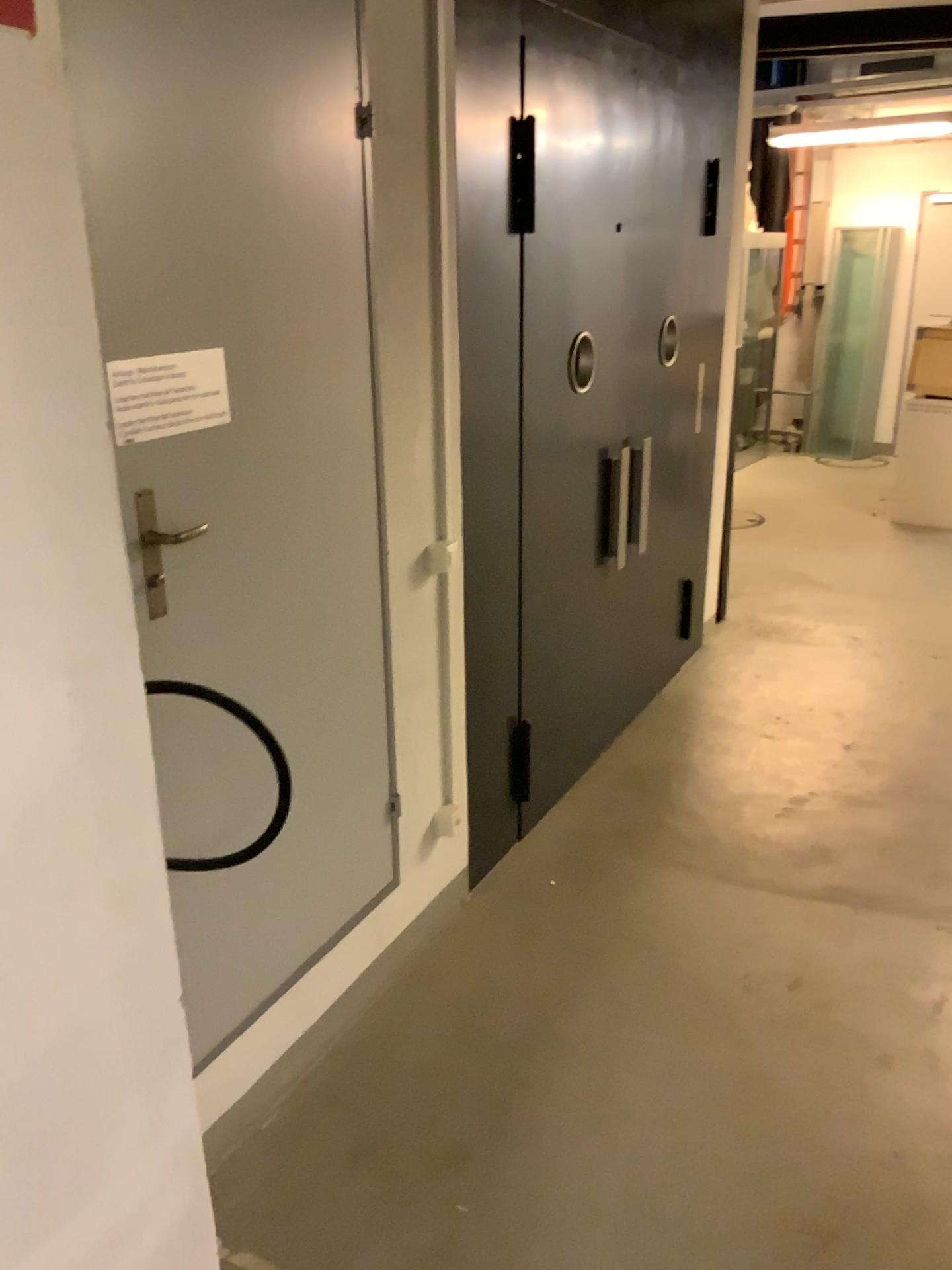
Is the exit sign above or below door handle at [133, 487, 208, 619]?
above

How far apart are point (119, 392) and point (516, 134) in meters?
1.6 m

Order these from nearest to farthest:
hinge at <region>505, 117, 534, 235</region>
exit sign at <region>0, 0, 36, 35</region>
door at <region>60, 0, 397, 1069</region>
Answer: exit sign at <region>0, 0, 36, 35</region>, door at <region>60, 0, 397, 1069</region>, hinge at <region>505, 117, 534, 235</region>

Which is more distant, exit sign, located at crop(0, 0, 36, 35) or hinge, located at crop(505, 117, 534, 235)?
hinge, located at crop(505, 117, 534, 235)

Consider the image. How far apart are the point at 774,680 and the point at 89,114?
3.99m

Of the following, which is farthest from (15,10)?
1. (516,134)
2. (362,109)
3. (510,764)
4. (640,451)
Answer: (640,451)

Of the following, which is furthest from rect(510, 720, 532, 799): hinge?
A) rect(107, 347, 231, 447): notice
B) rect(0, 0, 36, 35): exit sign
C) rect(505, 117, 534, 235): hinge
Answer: rect(0, 0, 36, 35): exit sign

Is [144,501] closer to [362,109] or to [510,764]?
[362,109]

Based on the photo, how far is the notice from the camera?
1.74m

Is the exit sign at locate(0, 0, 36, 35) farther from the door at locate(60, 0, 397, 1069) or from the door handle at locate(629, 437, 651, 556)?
the door handle at locate(629, 437, 651, 556)
